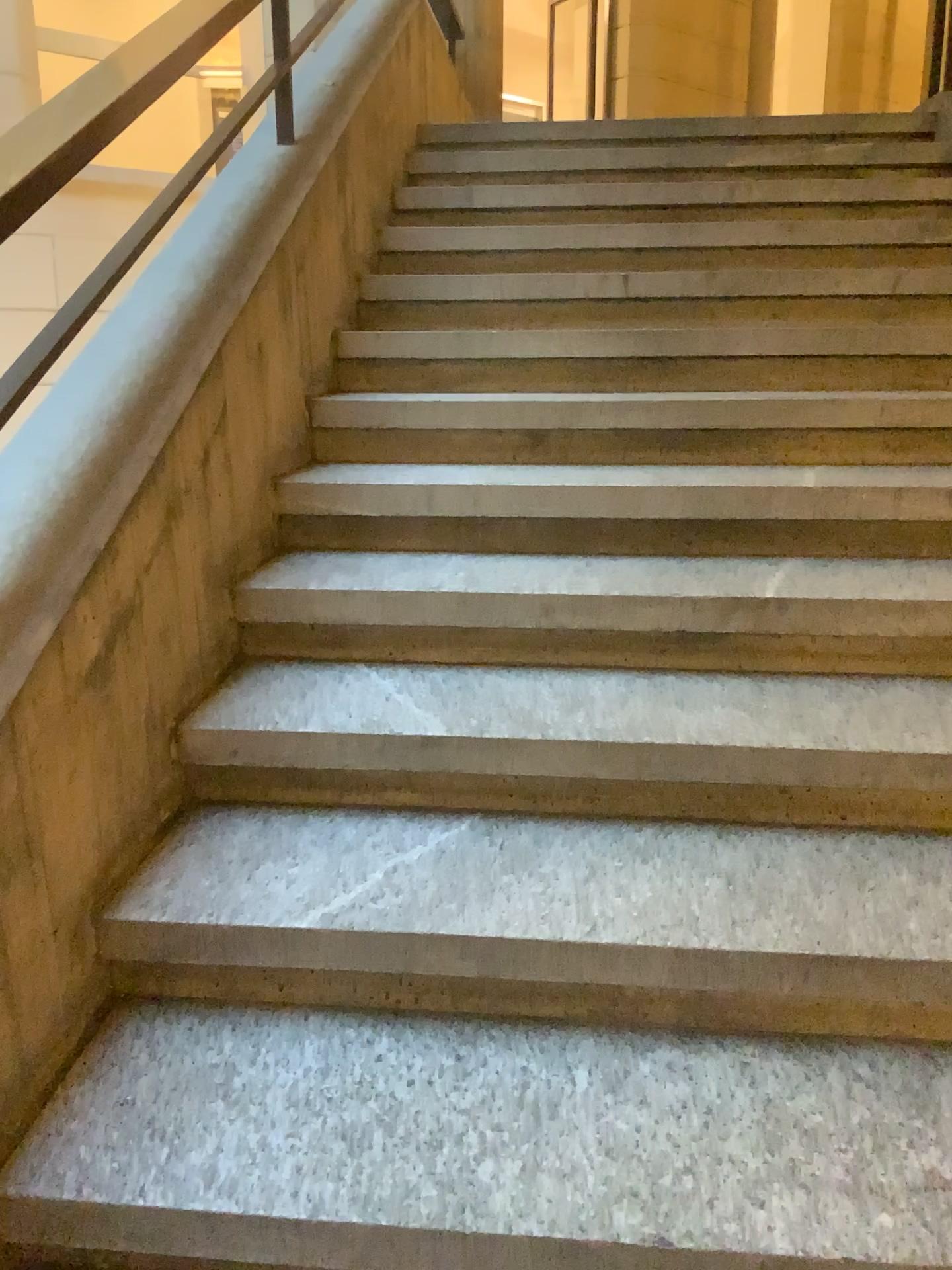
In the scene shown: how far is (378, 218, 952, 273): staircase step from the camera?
3.1 meters

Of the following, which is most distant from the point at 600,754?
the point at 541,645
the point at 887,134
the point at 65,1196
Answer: the point at 887,134

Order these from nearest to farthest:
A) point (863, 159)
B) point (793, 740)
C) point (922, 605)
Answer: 1. point (793, 740)
2. point (922, 605)
3. point (863, 159)

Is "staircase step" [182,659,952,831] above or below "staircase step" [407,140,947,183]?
below

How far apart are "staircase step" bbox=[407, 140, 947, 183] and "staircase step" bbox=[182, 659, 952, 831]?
2.6 meters

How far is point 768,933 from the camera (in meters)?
1.37

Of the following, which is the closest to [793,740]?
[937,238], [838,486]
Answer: [838,486]

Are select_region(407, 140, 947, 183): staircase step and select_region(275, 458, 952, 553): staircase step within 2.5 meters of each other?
yes

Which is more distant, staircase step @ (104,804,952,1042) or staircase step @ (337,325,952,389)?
staircase step @ (337,325,952,389)

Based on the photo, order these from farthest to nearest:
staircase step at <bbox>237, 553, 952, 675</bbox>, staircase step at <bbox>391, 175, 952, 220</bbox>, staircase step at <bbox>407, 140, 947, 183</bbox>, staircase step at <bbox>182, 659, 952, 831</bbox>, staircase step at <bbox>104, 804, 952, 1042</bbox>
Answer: staircase step at <bbox>407, 140, 947, 183</bbox>, staircase step at <bbox>391, 175, 952, 220</bbox>, staircase step at <bbox>237, 553, 952, 675</bbox>, staircase step at <bbox>182, 659, 952, 831</bbox>, staircase step at <bbox>104, 804, 952, 1042</bbox>
